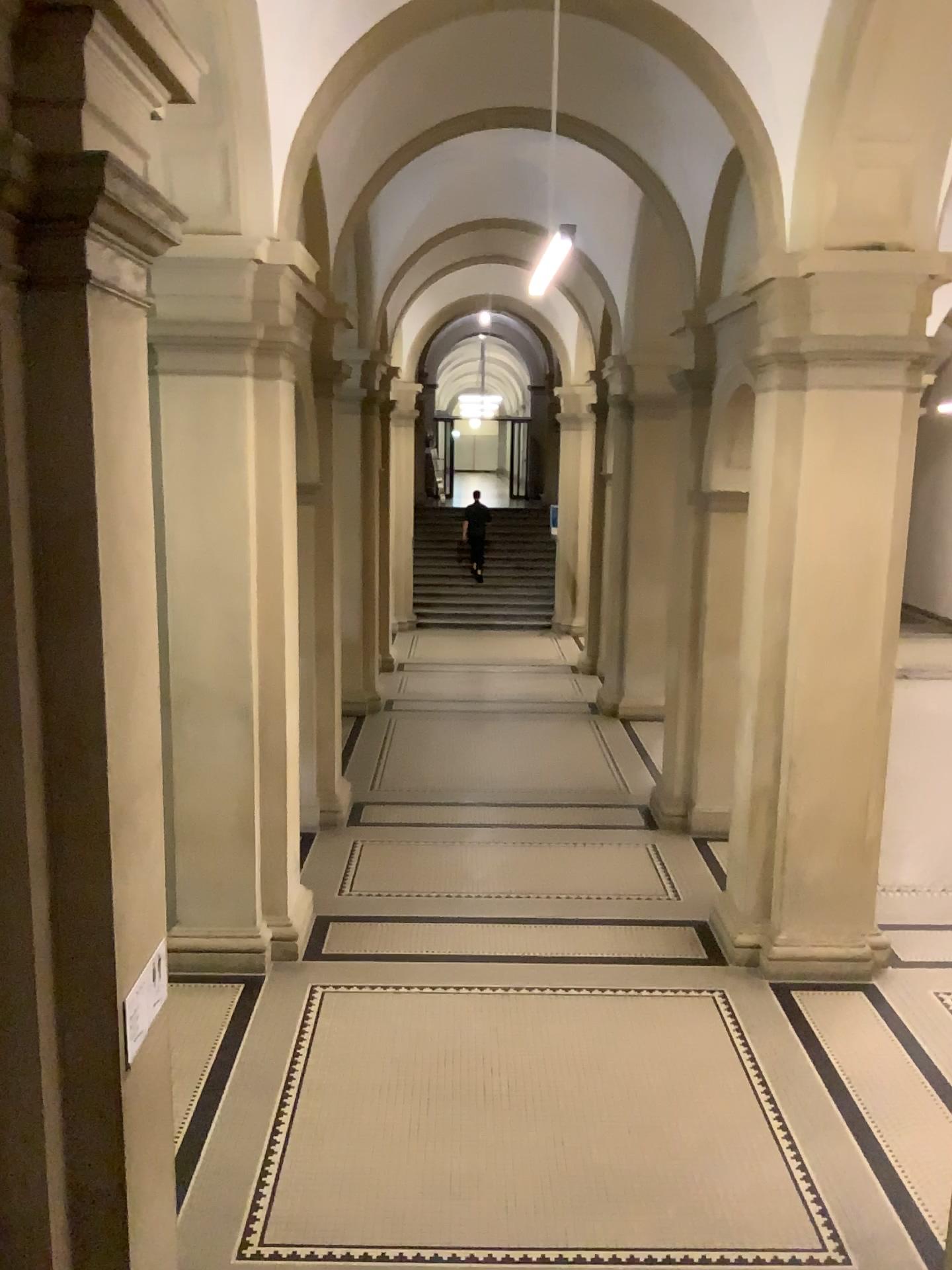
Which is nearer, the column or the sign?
the column

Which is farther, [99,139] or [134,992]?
[134,992]

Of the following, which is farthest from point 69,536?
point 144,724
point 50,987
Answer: point 50,987

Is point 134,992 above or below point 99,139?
below
